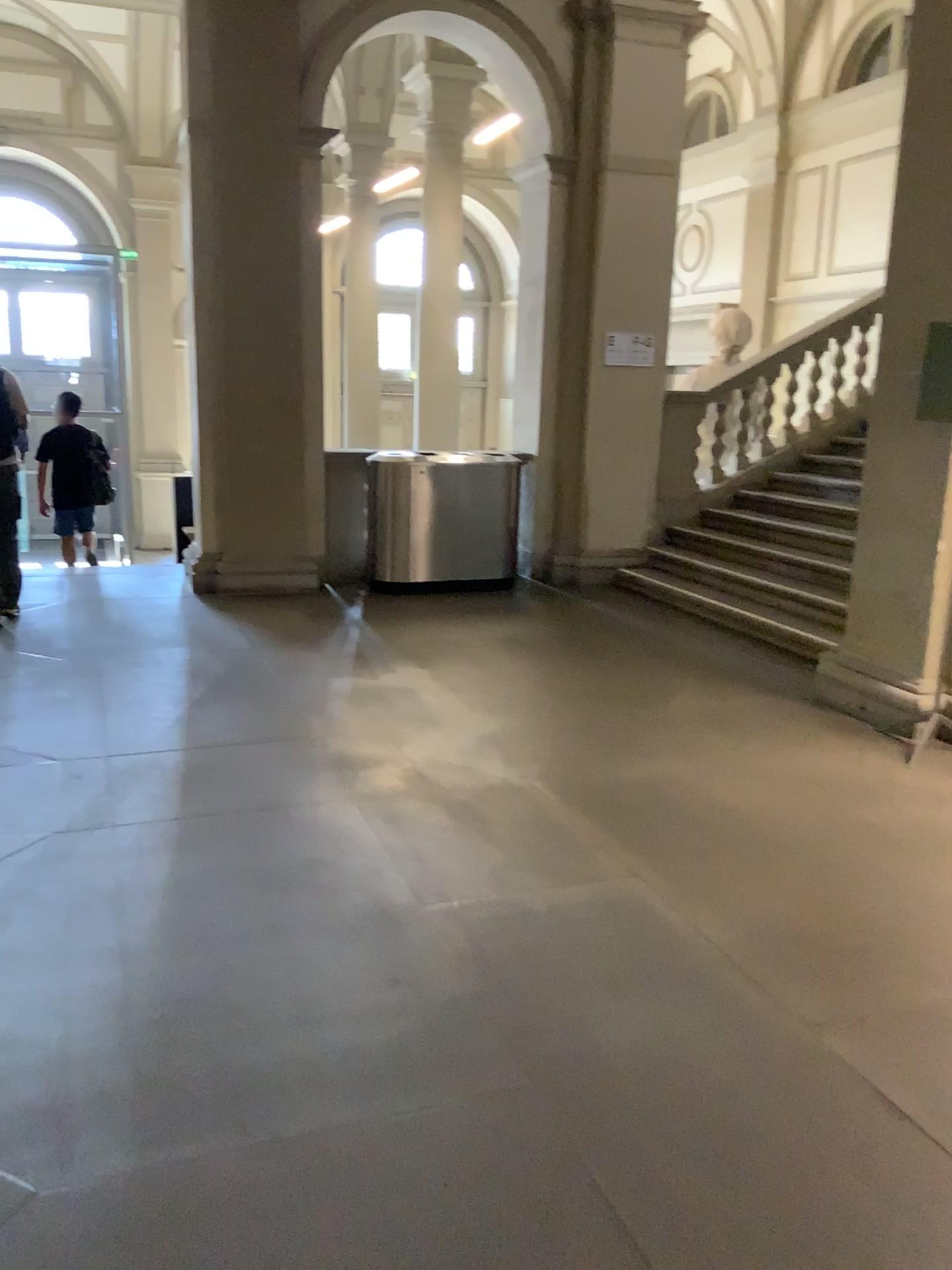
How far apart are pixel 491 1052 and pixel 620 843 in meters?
1.3
